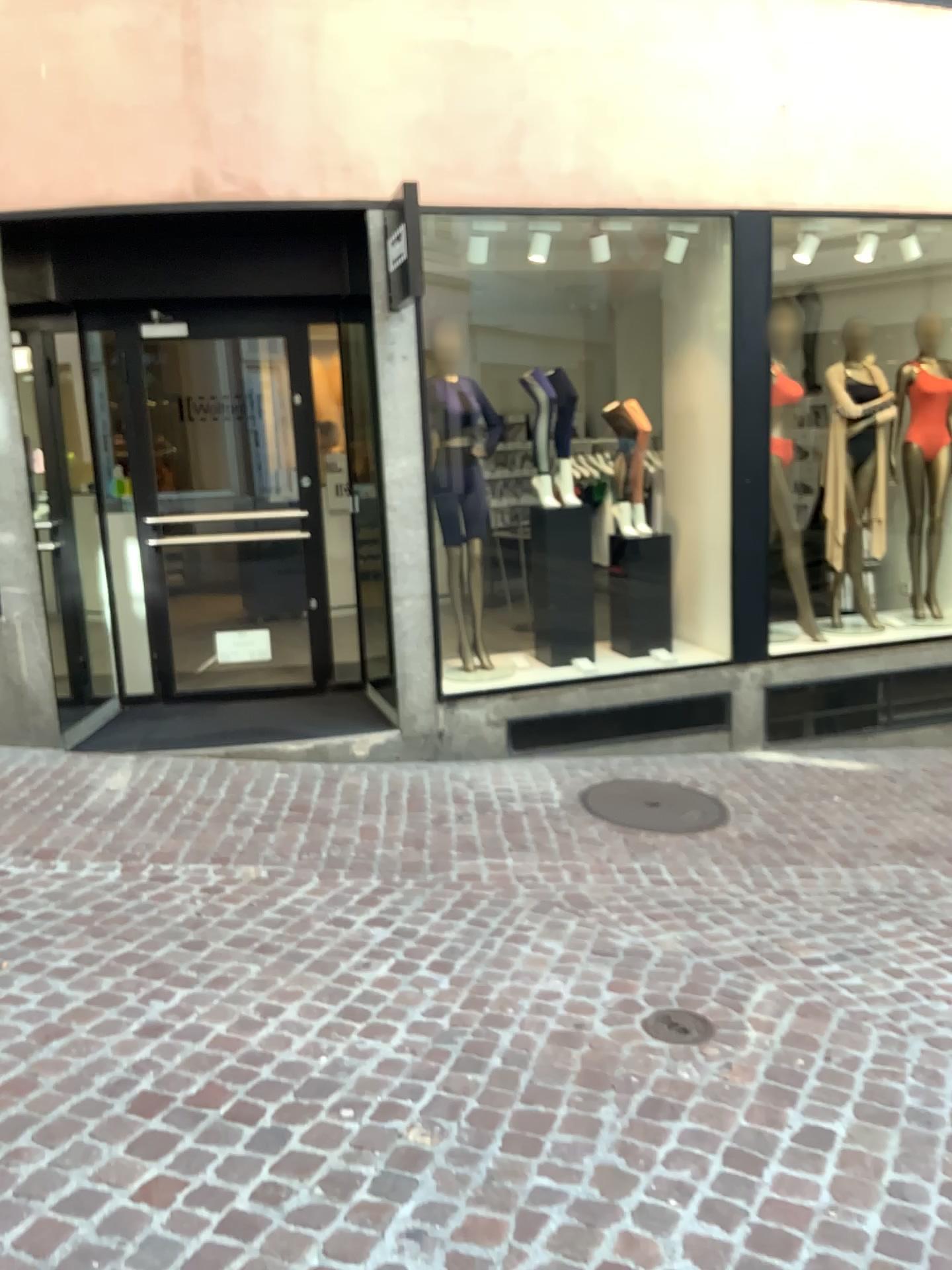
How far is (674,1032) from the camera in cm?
289

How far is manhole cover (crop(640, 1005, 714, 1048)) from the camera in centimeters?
→ 289cm

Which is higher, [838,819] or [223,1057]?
[223,1057]
